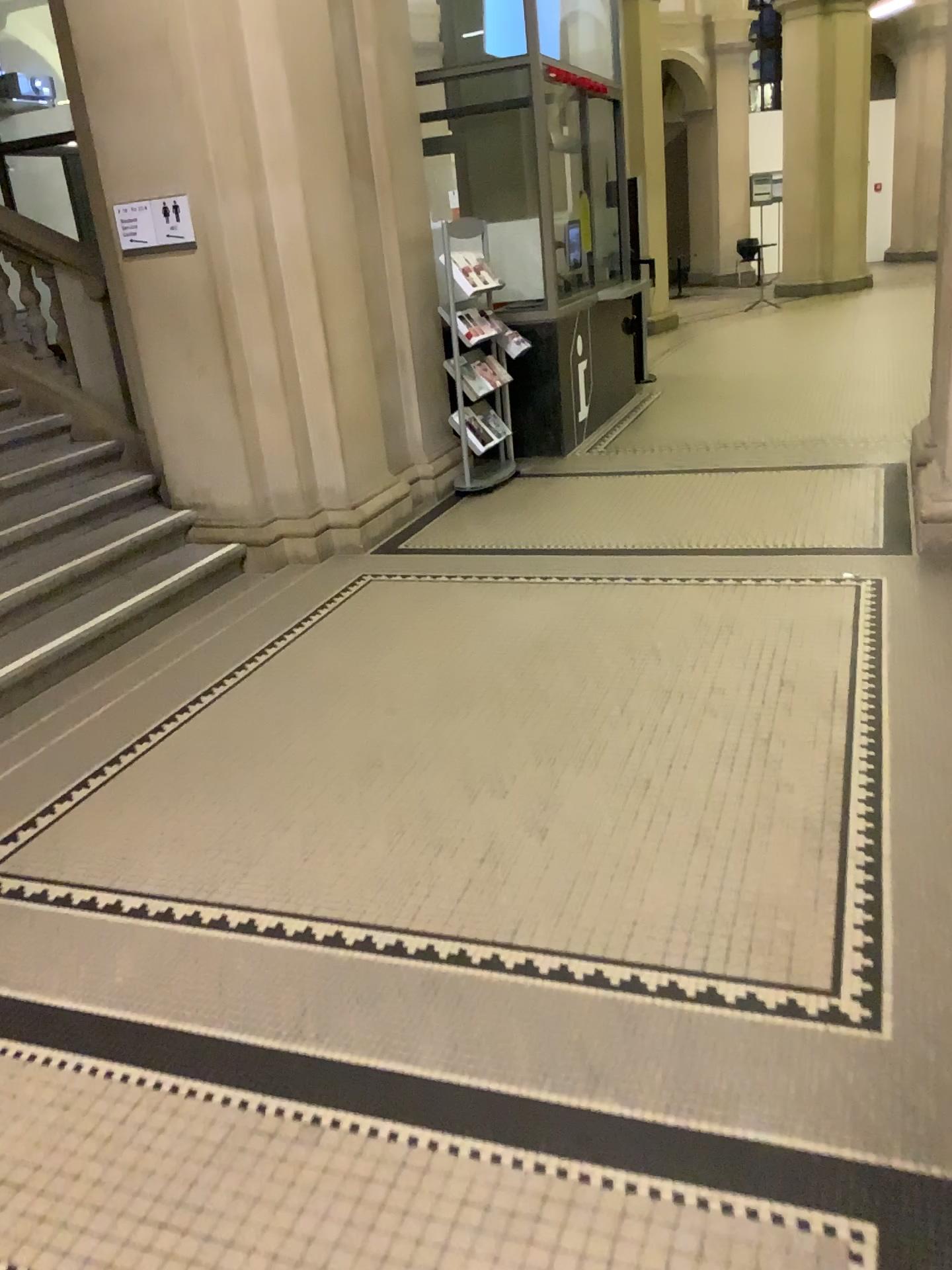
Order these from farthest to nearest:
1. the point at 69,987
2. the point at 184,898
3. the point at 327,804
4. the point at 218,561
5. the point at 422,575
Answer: the point at 218,561 → the point at 422,575 → the point at 327,804 → the point at 184,898 → the point at 69,987
